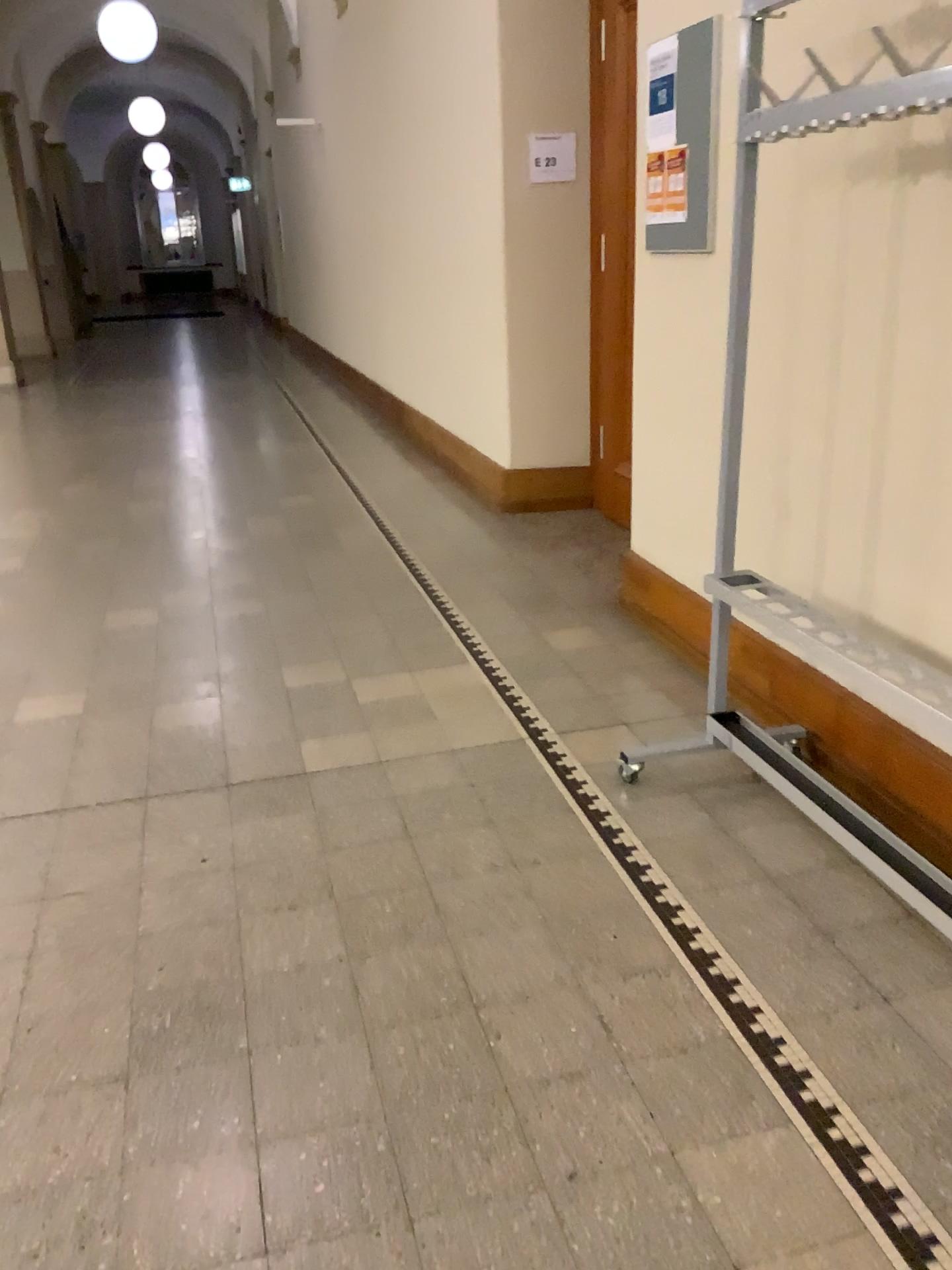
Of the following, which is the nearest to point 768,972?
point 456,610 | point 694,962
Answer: point 694,962

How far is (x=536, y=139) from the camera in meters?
4.8

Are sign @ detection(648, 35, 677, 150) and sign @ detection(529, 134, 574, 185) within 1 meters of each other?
no

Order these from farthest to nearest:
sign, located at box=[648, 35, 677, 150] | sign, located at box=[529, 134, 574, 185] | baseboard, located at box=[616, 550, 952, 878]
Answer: sign, located at box=[529, 134, 574, 185] → sign, located at box=[648, 35, 677, 150] → baseboard, located at box=[616, 550, 952, 878]

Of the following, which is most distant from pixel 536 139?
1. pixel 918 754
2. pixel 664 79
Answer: pixel 918 754

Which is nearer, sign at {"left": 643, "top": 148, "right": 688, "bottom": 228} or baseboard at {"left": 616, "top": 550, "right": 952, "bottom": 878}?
baseboard at {"left": 616, "top": 550, "right": 952, "bottom": 878}

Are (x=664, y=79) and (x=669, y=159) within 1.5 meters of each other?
yes

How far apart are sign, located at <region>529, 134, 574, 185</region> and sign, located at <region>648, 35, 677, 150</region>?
1.7 meters

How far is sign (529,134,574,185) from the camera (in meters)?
4.85

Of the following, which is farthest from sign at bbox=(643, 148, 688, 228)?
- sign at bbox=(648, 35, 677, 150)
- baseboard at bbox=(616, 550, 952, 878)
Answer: baseboard at bbox=(616, 550, 952, 878)
